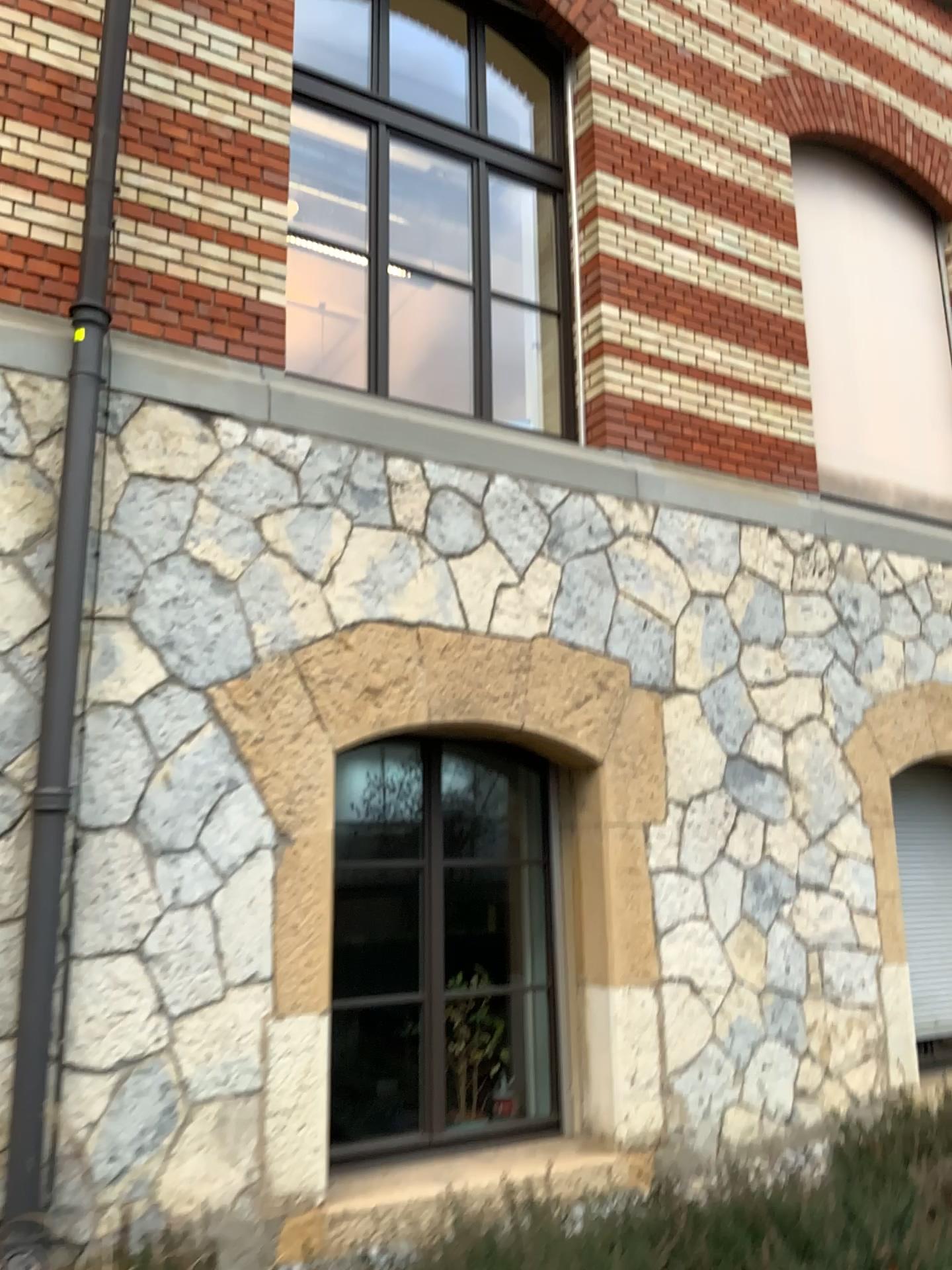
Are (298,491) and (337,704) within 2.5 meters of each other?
yes
